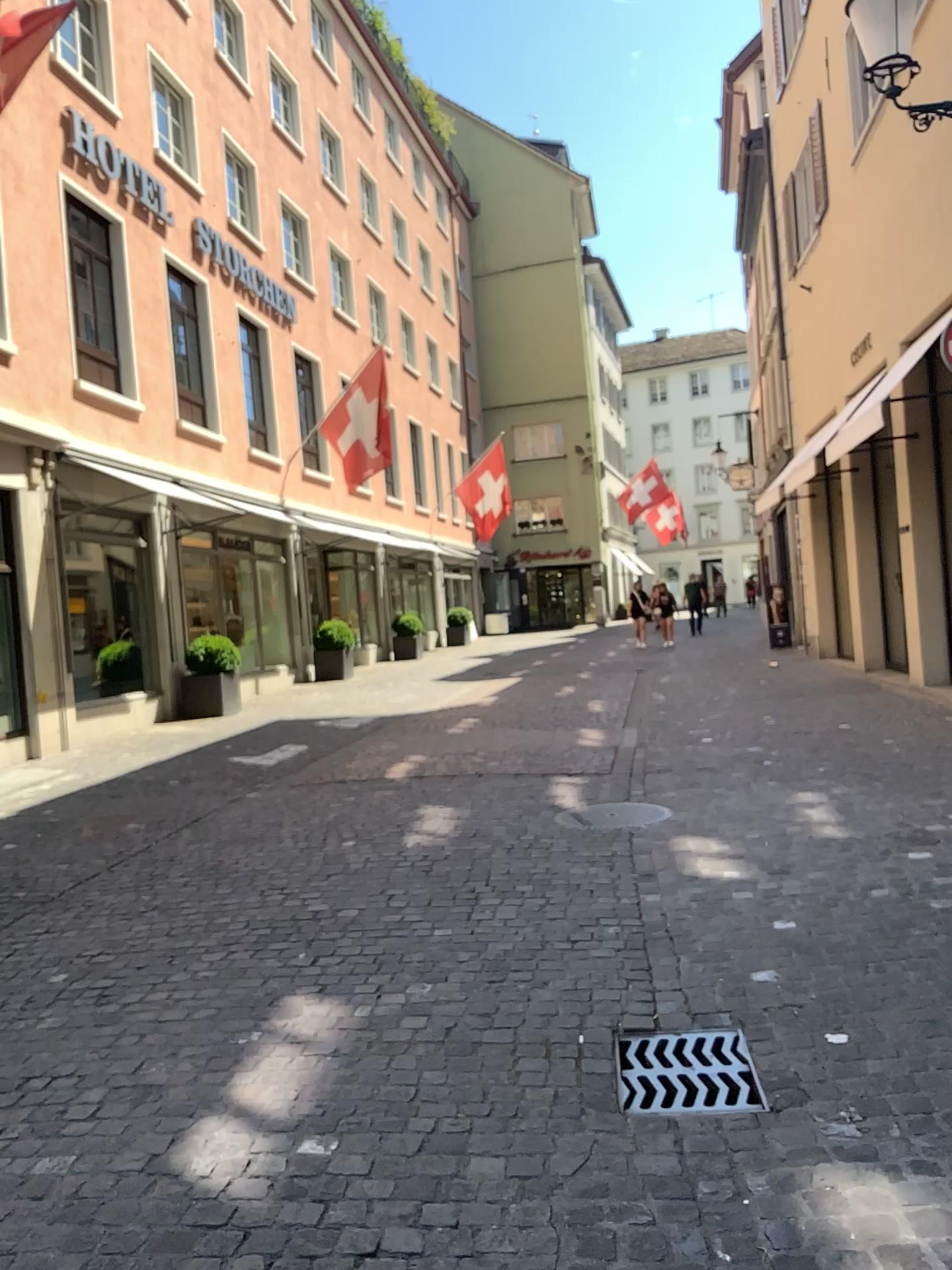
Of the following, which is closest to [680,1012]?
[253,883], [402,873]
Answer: [402,873]
